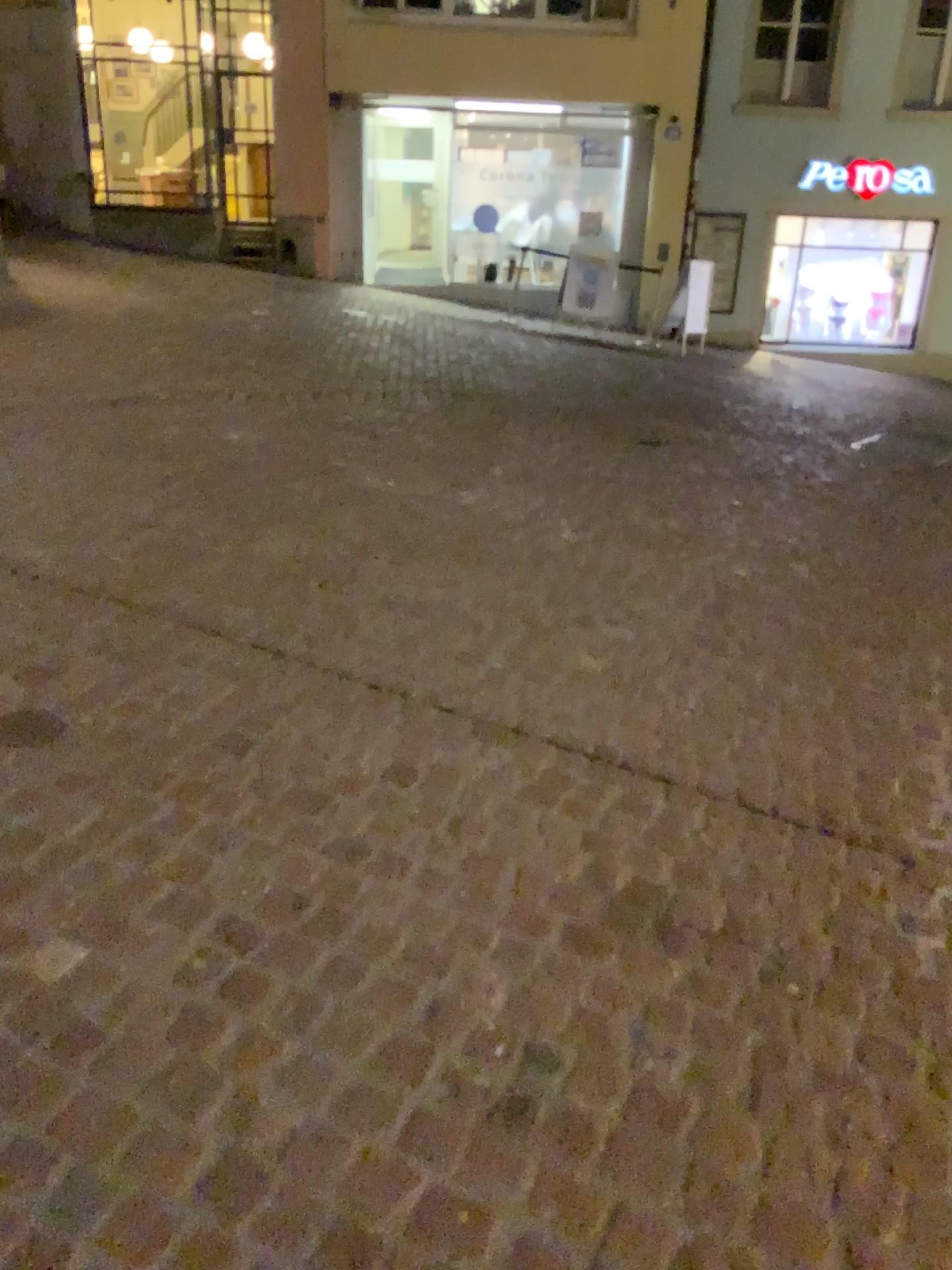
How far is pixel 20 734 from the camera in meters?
2.4 m

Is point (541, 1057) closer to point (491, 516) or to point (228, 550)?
point (228, 550)

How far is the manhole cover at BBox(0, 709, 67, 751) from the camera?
2.42m
